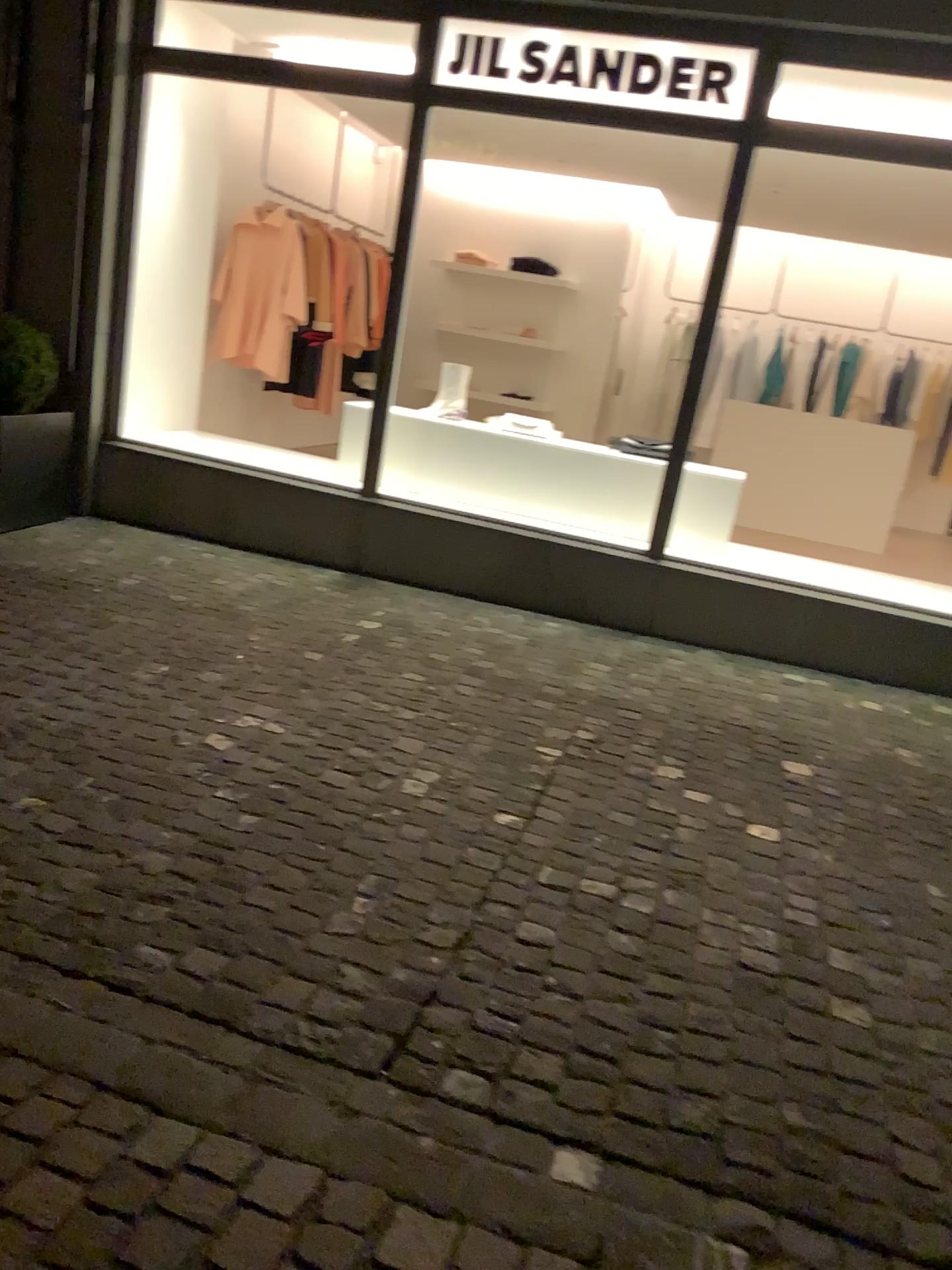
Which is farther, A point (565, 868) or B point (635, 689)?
B point (635, 689)
